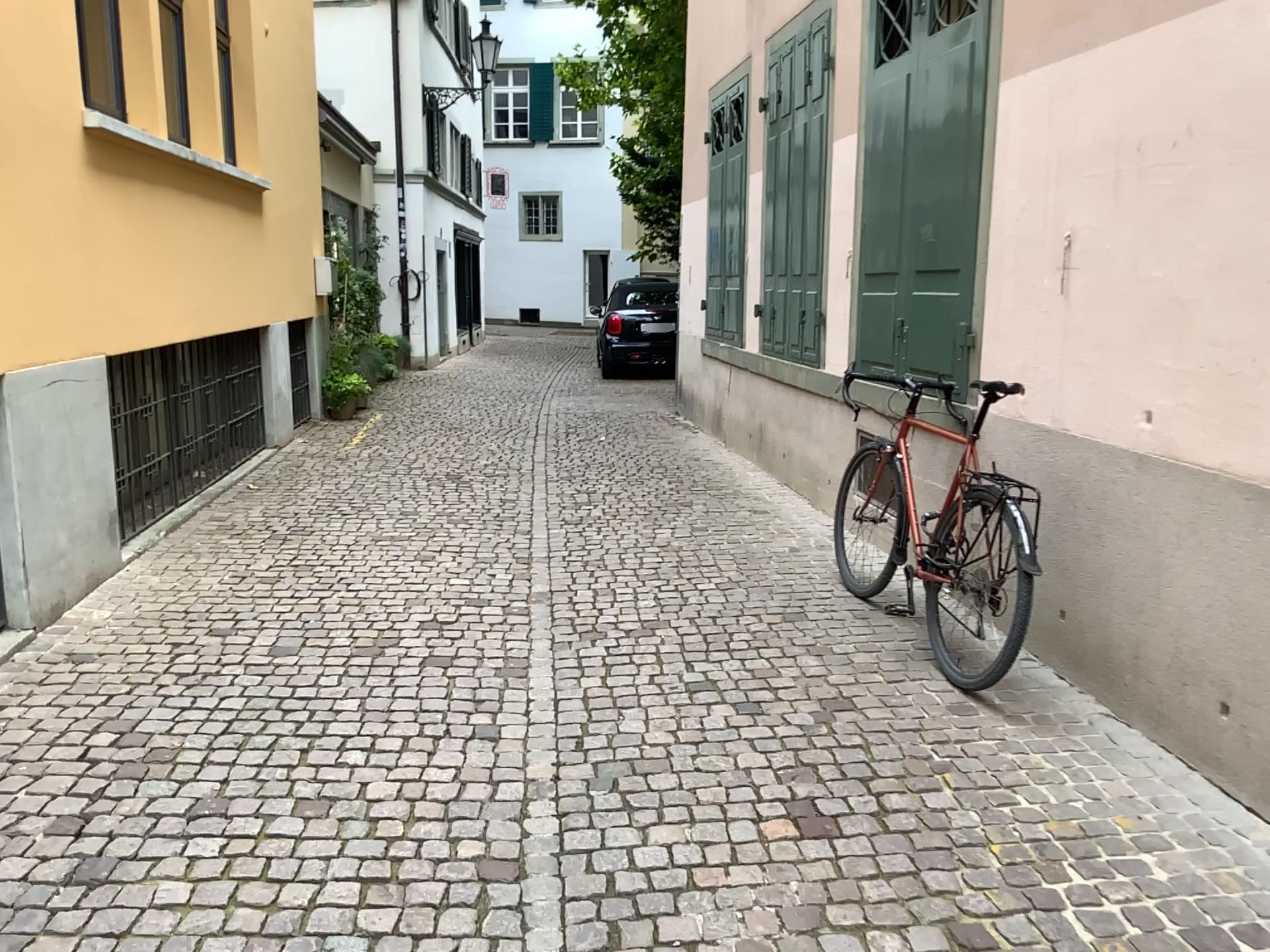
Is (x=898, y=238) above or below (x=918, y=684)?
above
